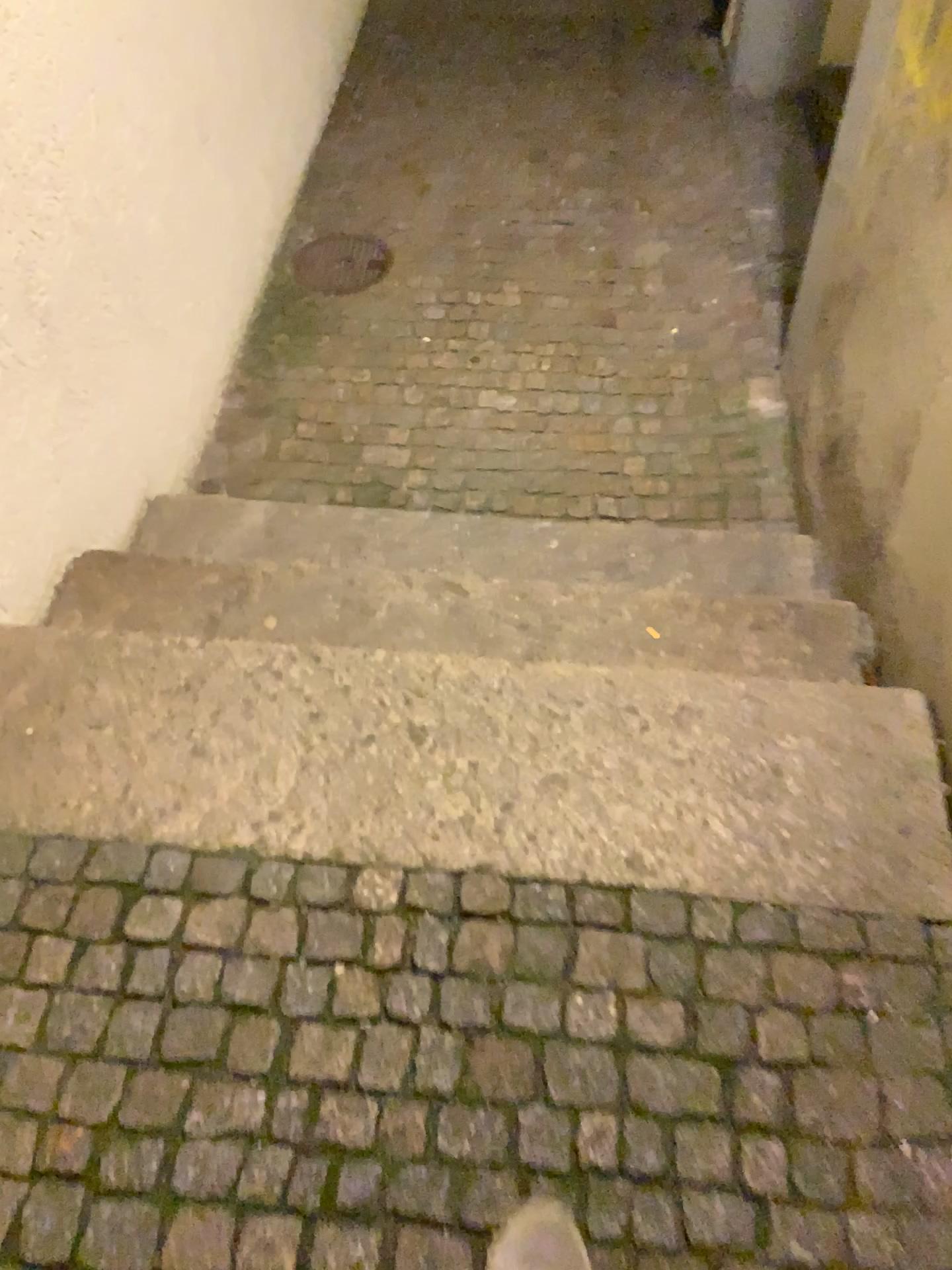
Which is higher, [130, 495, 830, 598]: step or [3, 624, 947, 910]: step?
[3, 624, 947, 910]: step

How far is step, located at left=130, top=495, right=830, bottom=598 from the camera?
2.10m

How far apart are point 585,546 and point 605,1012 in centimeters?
119cm

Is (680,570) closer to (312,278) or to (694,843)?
(694,843)

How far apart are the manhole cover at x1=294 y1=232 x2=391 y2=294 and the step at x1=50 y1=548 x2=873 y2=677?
1.3m

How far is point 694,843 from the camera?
1.3m

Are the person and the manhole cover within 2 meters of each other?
no

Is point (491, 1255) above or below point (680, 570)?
above

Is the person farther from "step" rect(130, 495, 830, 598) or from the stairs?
"step" rect(130, 495, 830, 598)

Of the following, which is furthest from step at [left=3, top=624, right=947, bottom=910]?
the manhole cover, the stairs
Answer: the manhole cover
